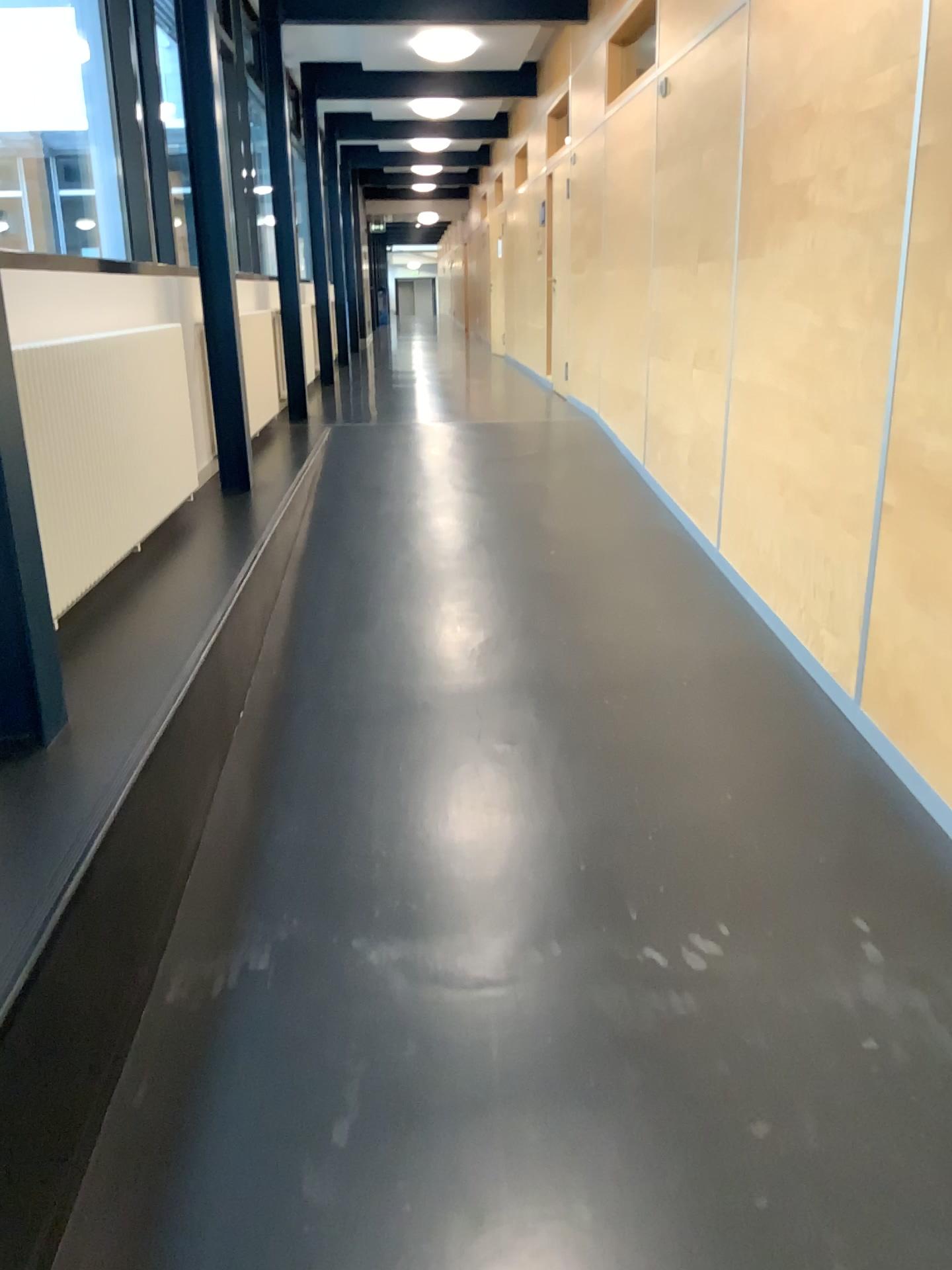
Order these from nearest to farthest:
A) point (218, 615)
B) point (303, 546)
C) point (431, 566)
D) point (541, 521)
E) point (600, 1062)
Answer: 1. point (600, 1062)
2. point (218, 615)
3. point (431, 566)
4. point (303, 546)
5. point (541, 521)
